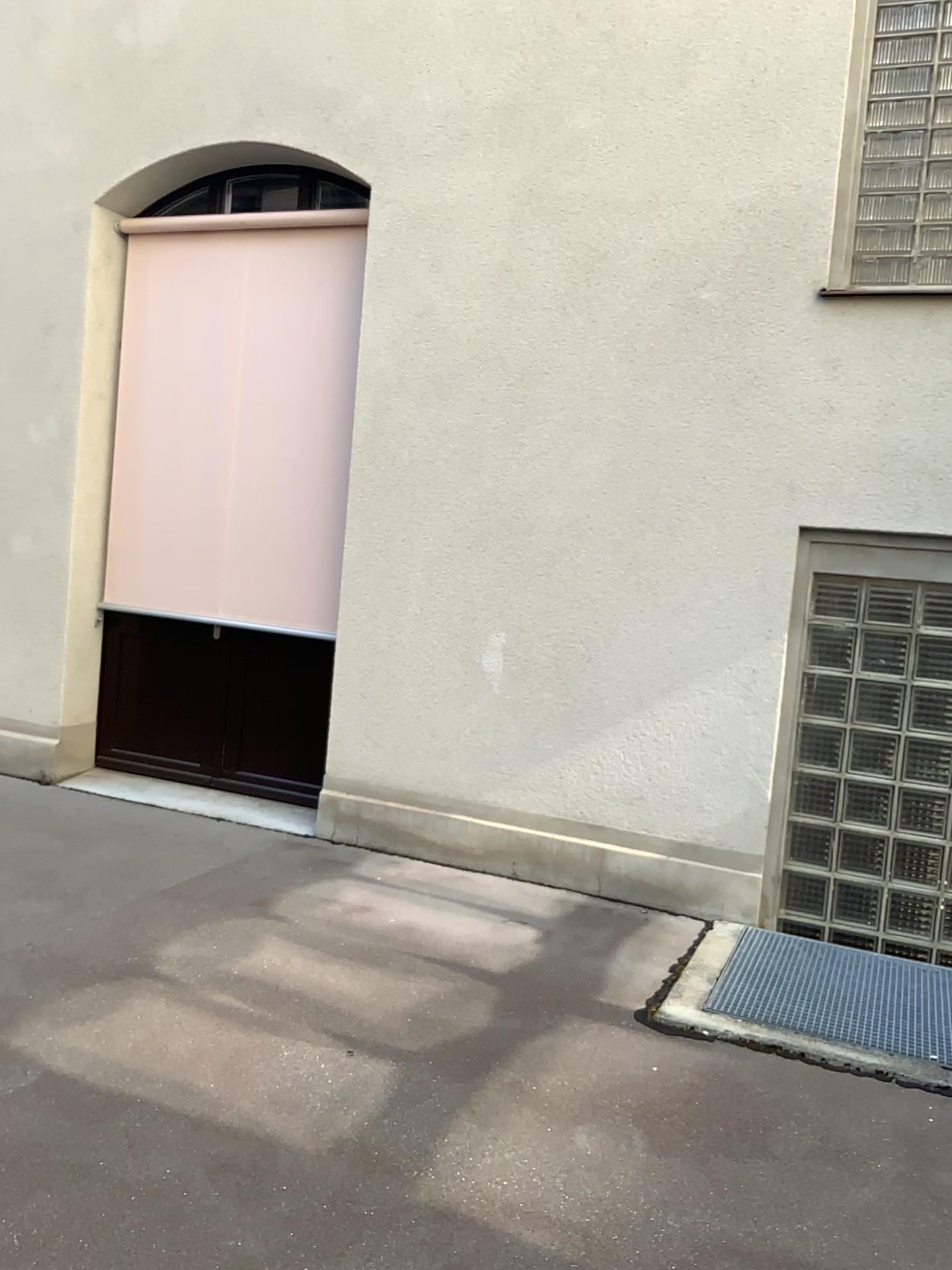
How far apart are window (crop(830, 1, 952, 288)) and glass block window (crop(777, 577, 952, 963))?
1.2m

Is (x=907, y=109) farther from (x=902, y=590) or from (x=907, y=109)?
(x=902, y=590)

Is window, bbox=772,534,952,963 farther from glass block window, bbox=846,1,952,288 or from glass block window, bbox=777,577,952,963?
glass block window, bbox=846,1,952,288

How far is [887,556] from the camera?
4.28m

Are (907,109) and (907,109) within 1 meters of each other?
yes

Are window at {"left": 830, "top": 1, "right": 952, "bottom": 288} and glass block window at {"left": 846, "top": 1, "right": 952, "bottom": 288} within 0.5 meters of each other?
yes

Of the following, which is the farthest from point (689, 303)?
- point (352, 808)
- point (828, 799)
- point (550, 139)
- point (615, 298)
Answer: point (352, 808)

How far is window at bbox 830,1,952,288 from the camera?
4.2m

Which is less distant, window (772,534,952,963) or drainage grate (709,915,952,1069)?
drainage grate (709,915,952,1069)

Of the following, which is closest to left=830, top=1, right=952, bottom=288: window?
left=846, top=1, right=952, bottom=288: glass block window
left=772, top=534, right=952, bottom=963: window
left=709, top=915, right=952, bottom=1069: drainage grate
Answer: left=846, top=1, right=952, bottom=288: glass block window
